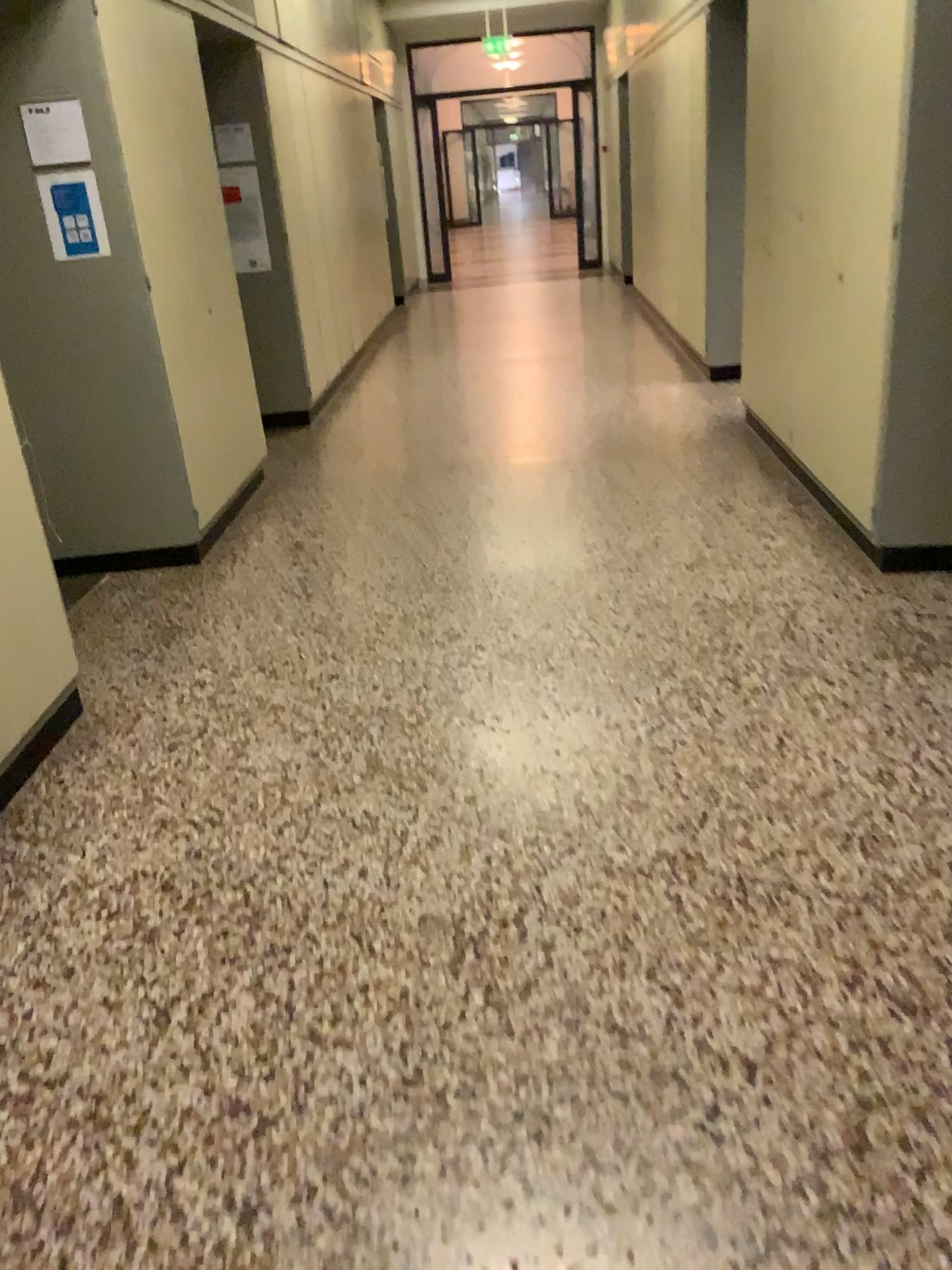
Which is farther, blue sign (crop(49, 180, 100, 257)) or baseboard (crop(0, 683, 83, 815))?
blue sign (crop(49, 180, 100, 257))

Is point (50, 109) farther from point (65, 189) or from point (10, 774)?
point (10, 774)

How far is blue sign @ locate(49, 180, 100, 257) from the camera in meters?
3.9 m

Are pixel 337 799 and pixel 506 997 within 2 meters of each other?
yes

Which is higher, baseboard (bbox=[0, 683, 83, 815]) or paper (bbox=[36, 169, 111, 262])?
paper (bbox=[36, 169, 111, 262])

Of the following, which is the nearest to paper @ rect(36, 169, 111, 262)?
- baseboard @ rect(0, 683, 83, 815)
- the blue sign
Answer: the blue sign

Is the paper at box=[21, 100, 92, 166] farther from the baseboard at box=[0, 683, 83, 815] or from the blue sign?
the baseboard at box=[0, 683, 83, 815]

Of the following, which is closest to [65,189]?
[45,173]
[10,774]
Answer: [45,173]

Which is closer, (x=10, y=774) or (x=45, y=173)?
(x=10, y=774)
